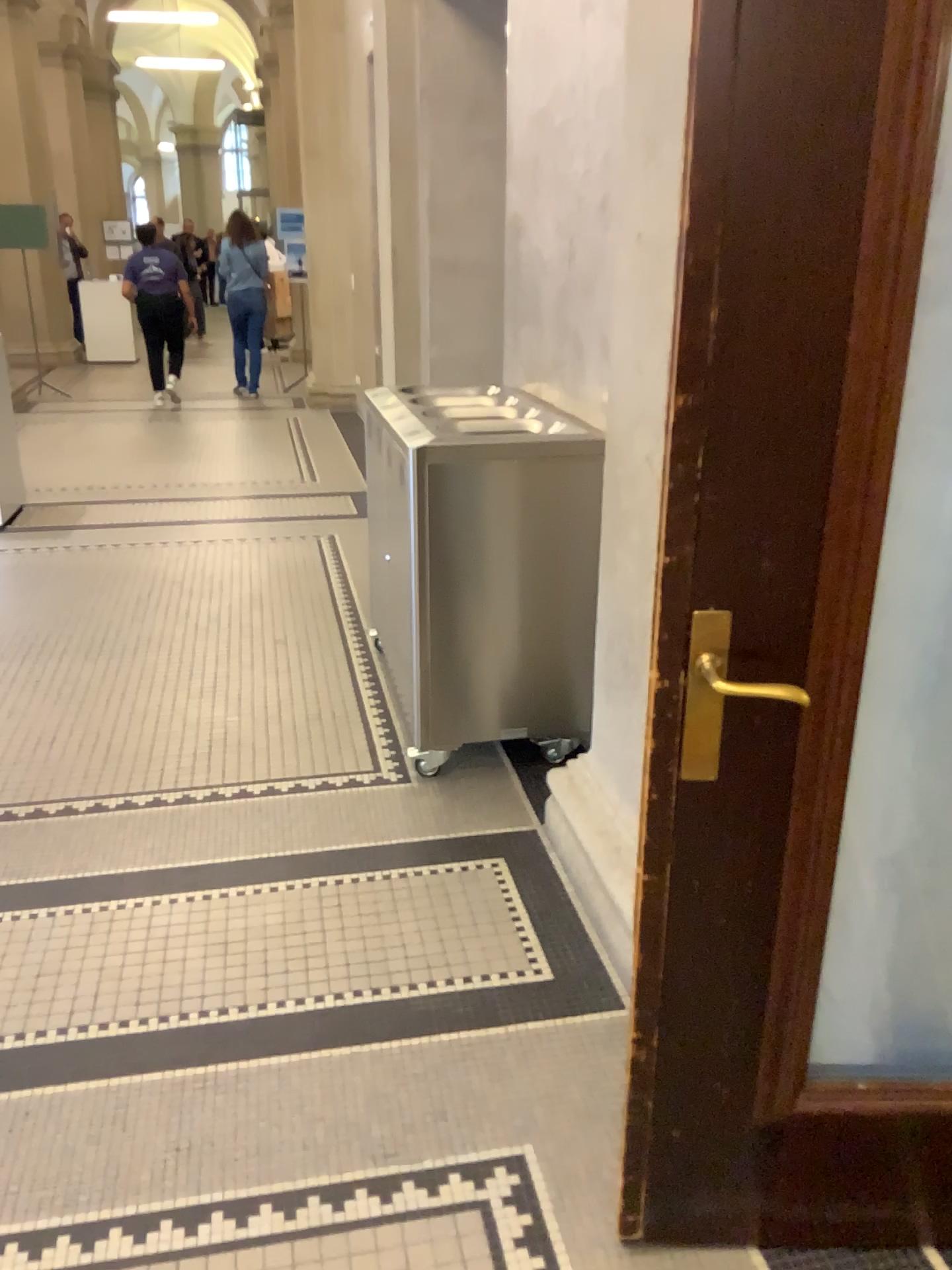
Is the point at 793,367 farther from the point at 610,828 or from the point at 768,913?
the point at 610,828

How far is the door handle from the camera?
1.3 meters

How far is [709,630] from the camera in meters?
1.3

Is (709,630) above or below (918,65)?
below
